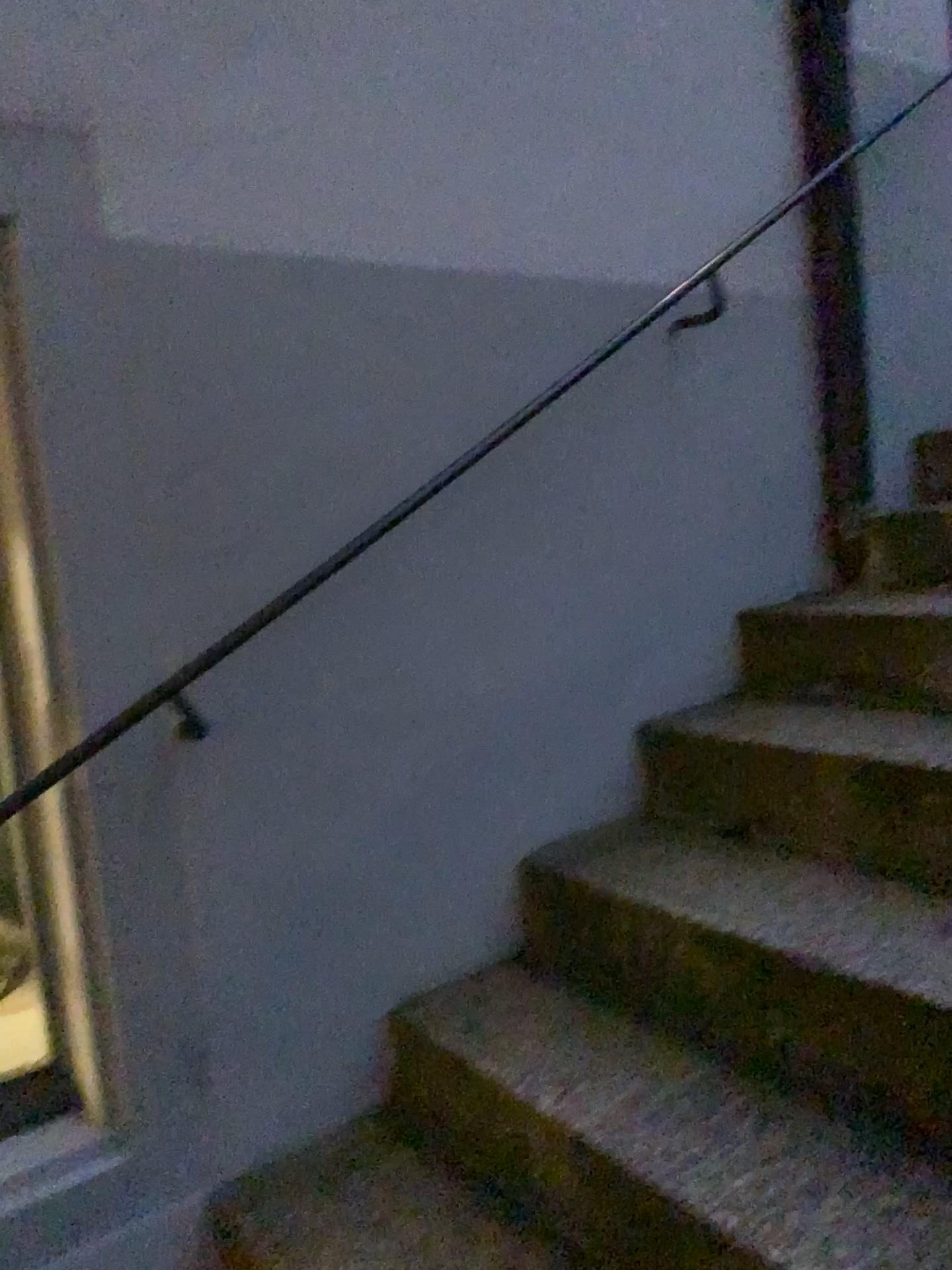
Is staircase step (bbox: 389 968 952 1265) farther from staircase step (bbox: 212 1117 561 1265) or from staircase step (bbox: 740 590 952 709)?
staircase step (bbox: 740 590 952 709)

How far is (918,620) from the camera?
1.9m

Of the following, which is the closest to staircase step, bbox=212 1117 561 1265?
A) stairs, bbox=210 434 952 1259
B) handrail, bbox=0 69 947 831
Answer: stairs, bbox=210 434 952 1259

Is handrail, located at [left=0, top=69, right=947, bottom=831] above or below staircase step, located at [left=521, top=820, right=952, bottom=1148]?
above

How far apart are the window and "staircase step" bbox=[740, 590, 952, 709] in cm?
136

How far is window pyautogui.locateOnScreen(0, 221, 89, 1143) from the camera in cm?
143

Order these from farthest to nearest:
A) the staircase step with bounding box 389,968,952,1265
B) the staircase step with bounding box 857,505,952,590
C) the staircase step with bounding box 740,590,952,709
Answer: the staircase step with bounding box 857,505,952,590
the staircase step with bounding box 740,590,952,709
the staircase step with bounding box 389,968,952,1265

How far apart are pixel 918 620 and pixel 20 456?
1.5m

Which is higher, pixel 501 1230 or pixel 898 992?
pixel 898 992

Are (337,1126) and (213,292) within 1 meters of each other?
no
